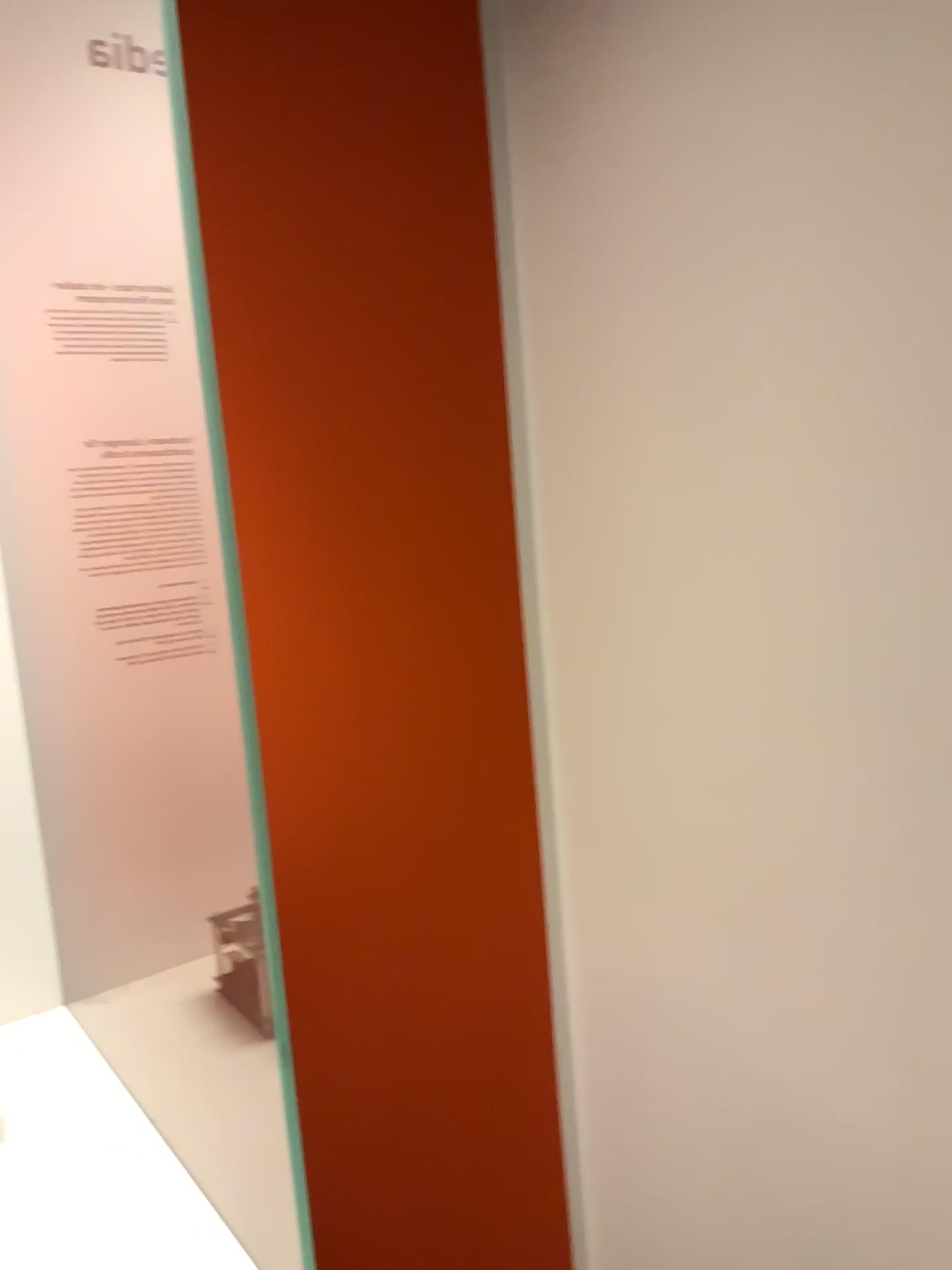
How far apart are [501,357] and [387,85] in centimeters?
36cm
